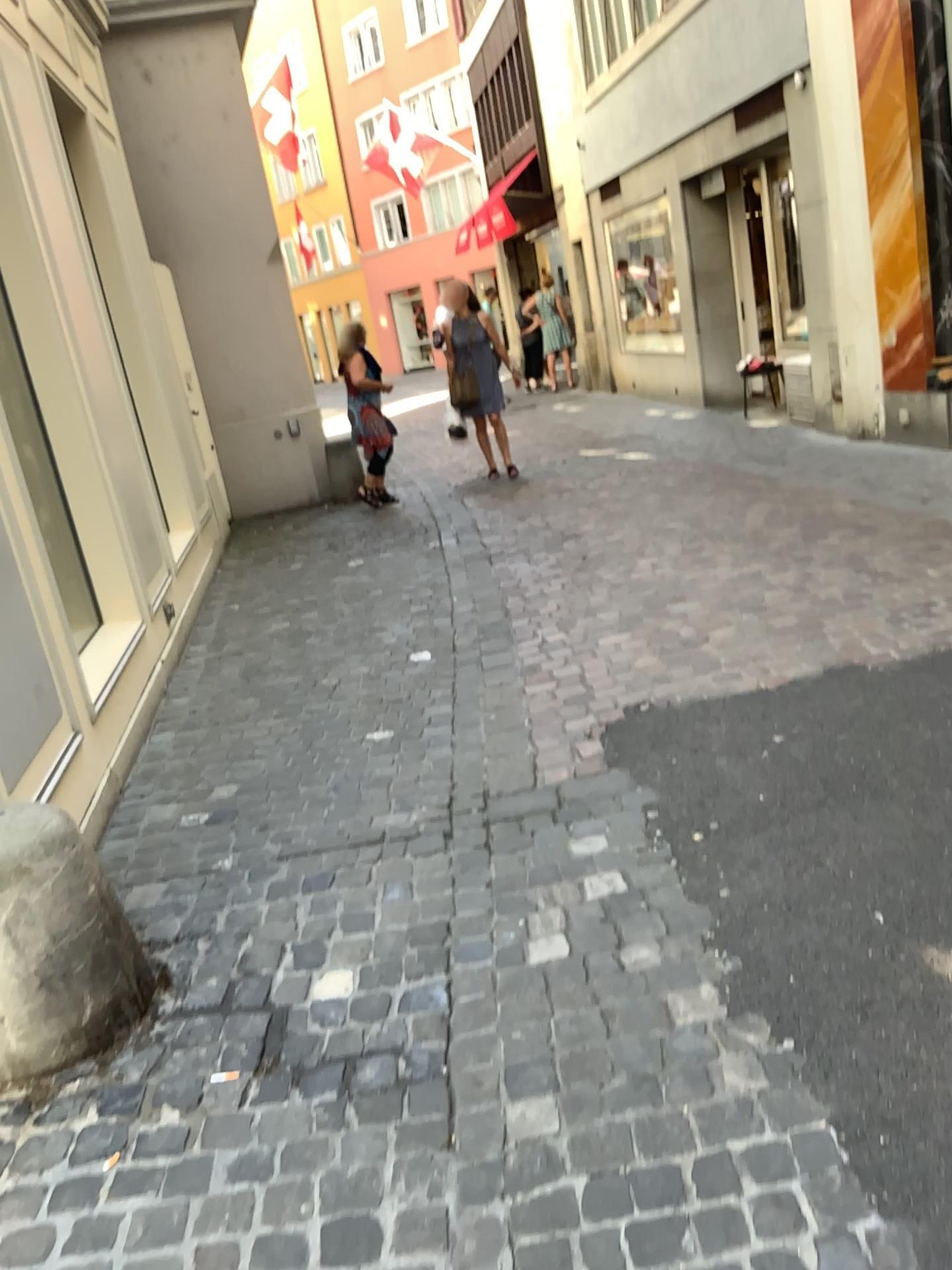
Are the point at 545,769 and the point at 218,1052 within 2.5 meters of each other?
yes

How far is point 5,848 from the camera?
2.1m

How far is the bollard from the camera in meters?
2.1
